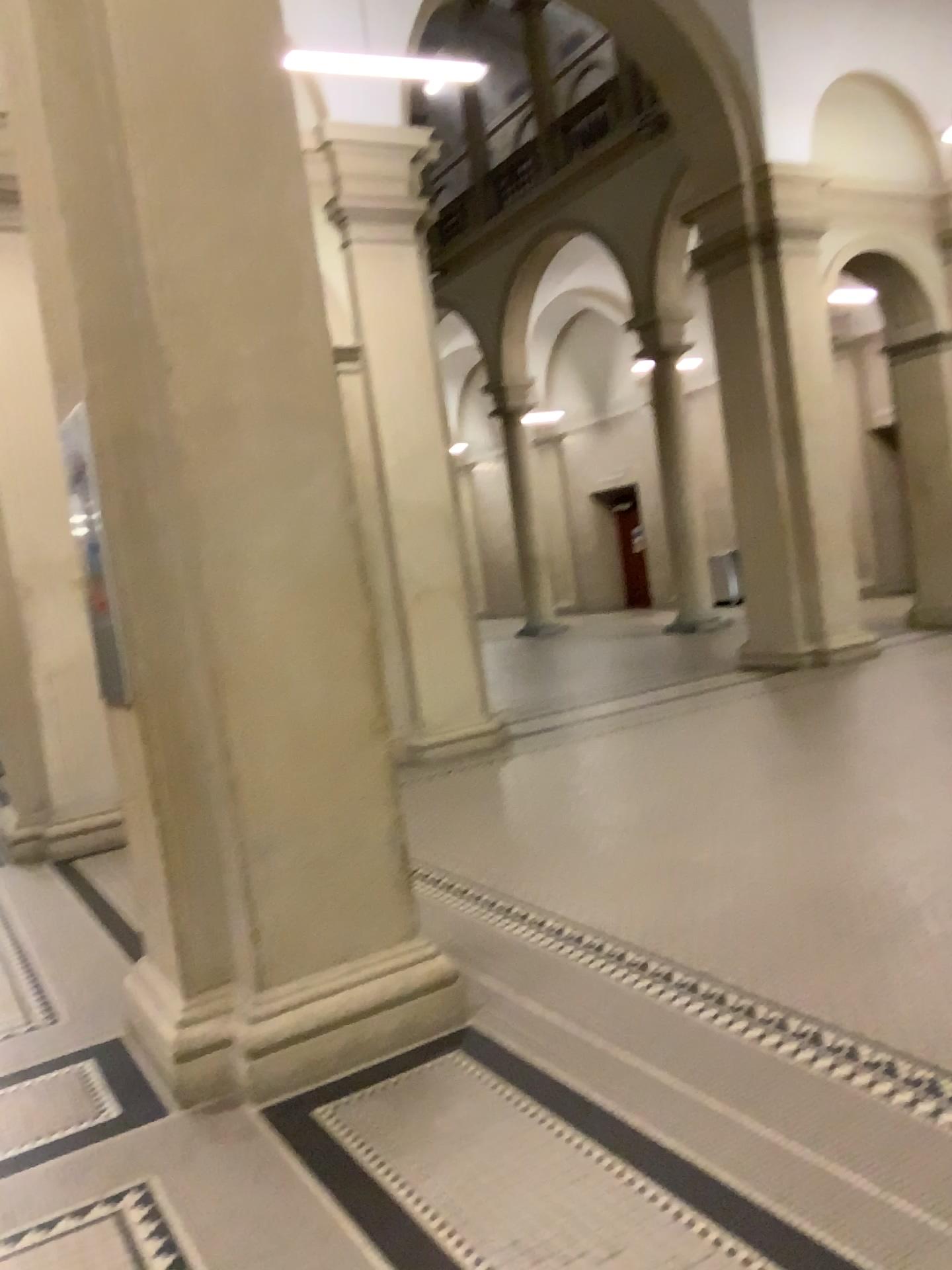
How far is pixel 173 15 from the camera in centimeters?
304cm

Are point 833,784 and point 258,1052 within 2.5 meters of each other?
no

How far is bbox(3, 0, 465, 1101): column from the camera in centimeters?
304cm
